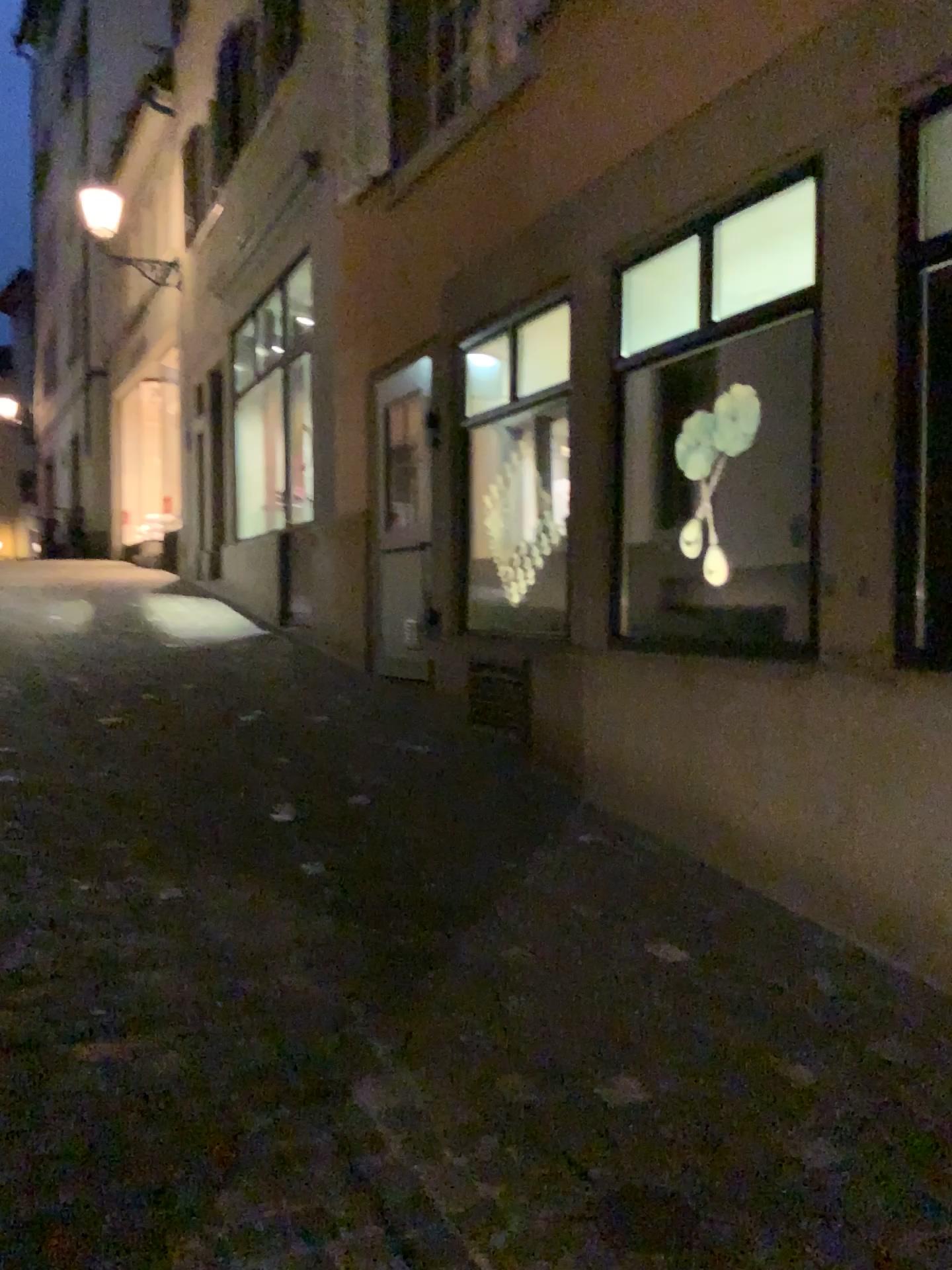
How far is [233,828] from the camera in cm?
389
